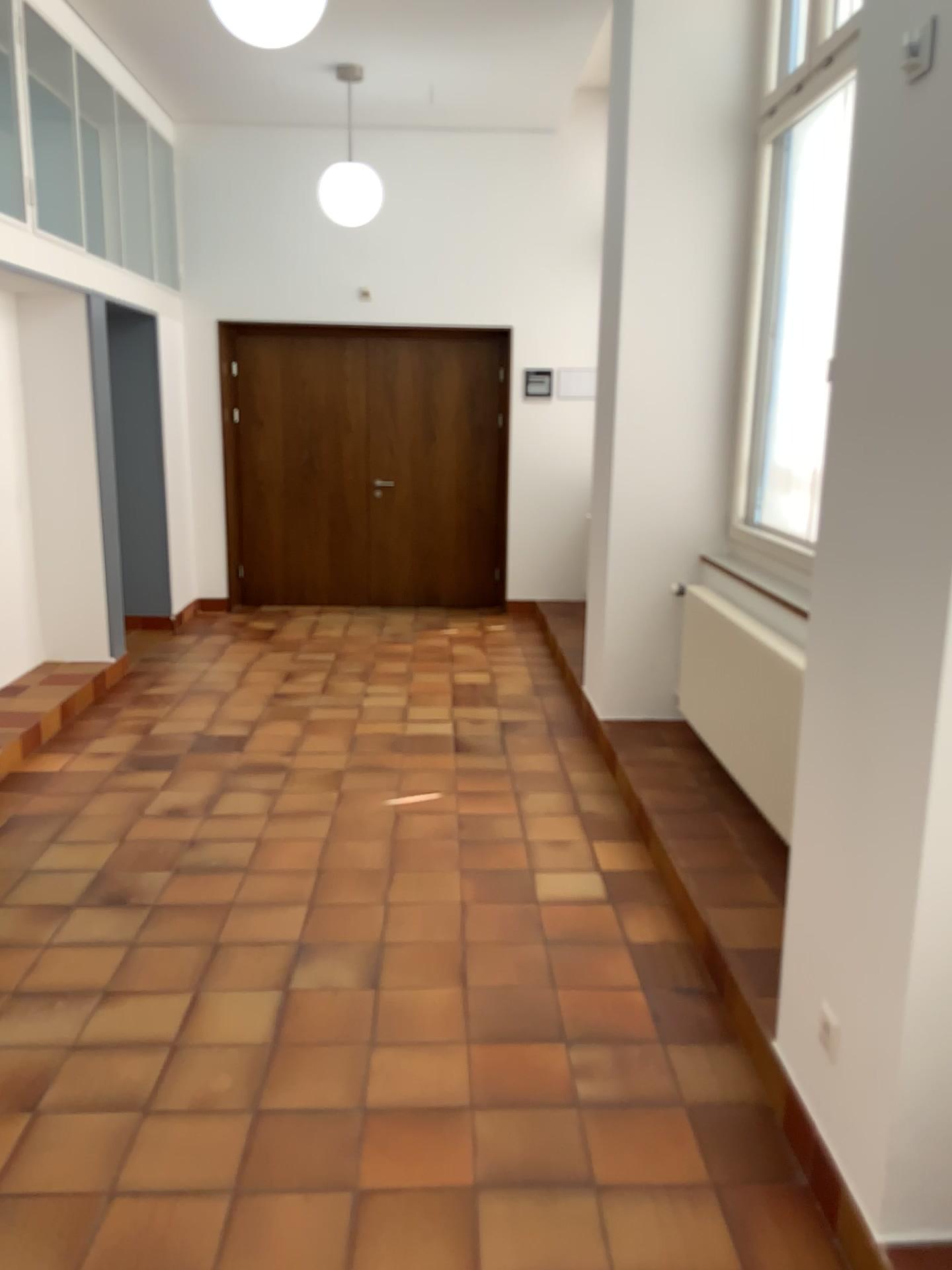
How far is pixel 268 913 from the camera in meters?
3.3 m
